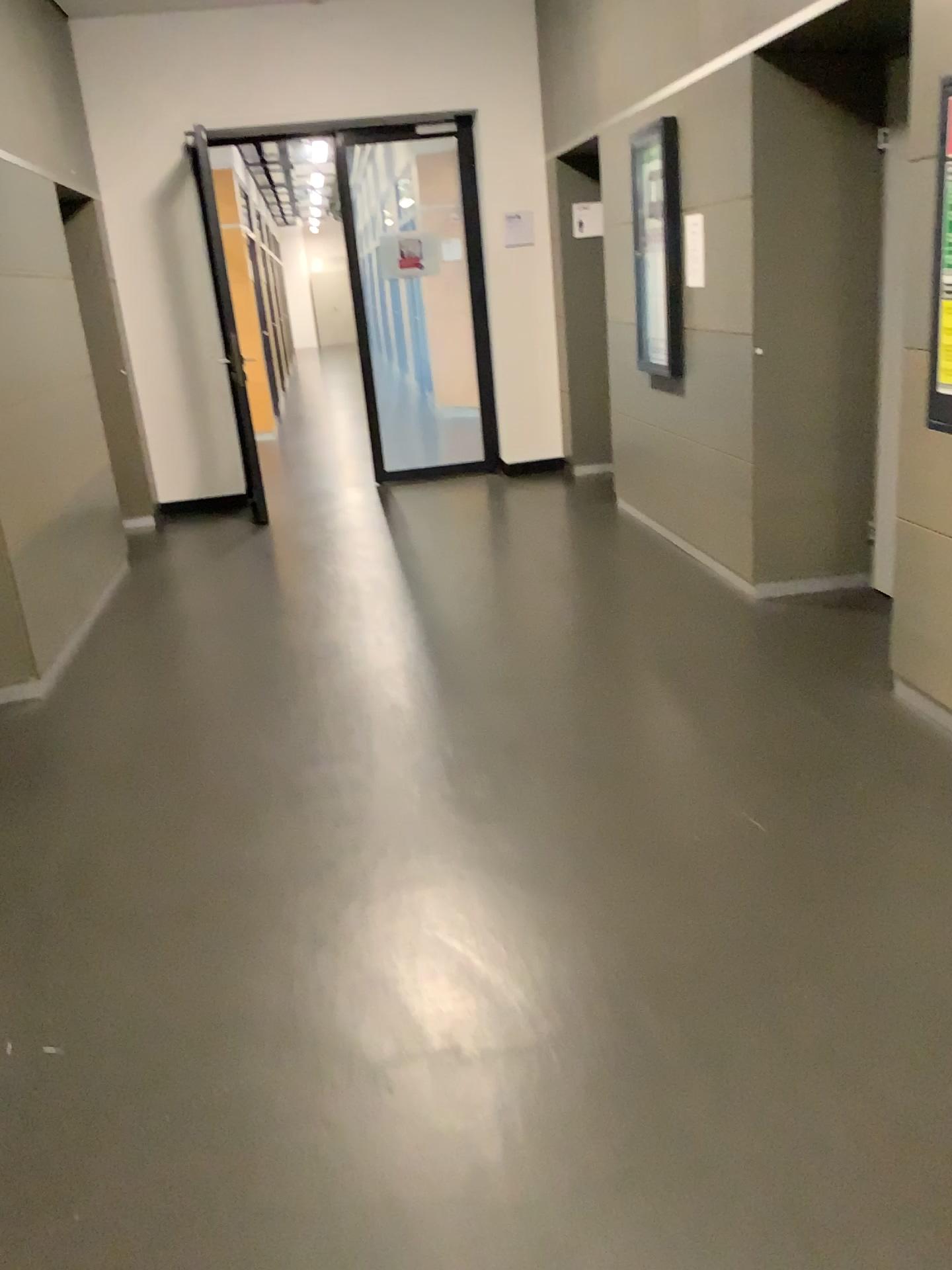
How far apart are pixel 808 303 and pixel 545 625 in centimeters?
164cm
